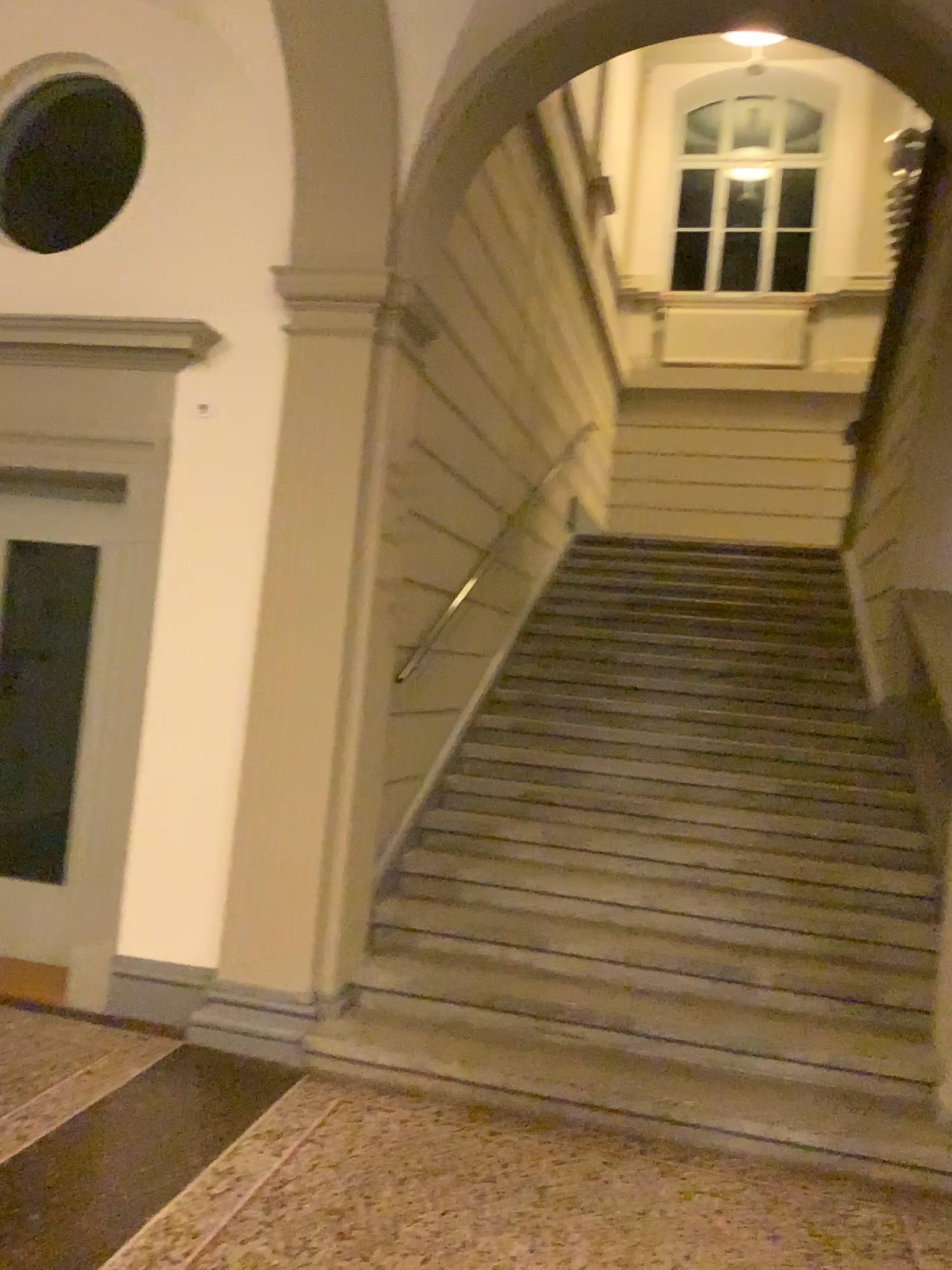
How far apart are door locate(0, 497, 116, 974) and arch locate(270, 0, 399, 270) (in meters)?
1.45

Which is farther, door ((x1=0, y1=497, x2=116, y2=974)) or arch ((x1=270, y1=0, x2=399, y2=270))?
door ((x1=0, y1=497, x2=116, y2=974))

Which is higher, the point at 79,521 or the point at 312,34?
the point at 312,34

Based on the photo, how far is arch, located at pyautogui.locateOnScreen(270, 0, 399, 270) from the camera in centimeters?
394cm

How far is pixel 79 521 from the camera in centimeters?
478cm

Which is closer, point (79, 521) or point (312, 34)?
point (312, 34)

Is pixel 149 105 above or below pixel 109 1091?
above

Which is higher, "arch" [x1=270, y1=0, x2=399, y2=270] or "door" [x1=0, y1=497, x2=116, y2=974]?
"arch" [x1=270, y1=0, x2=399, y2=270]

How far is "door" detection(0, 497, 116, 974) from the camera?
4.78m
